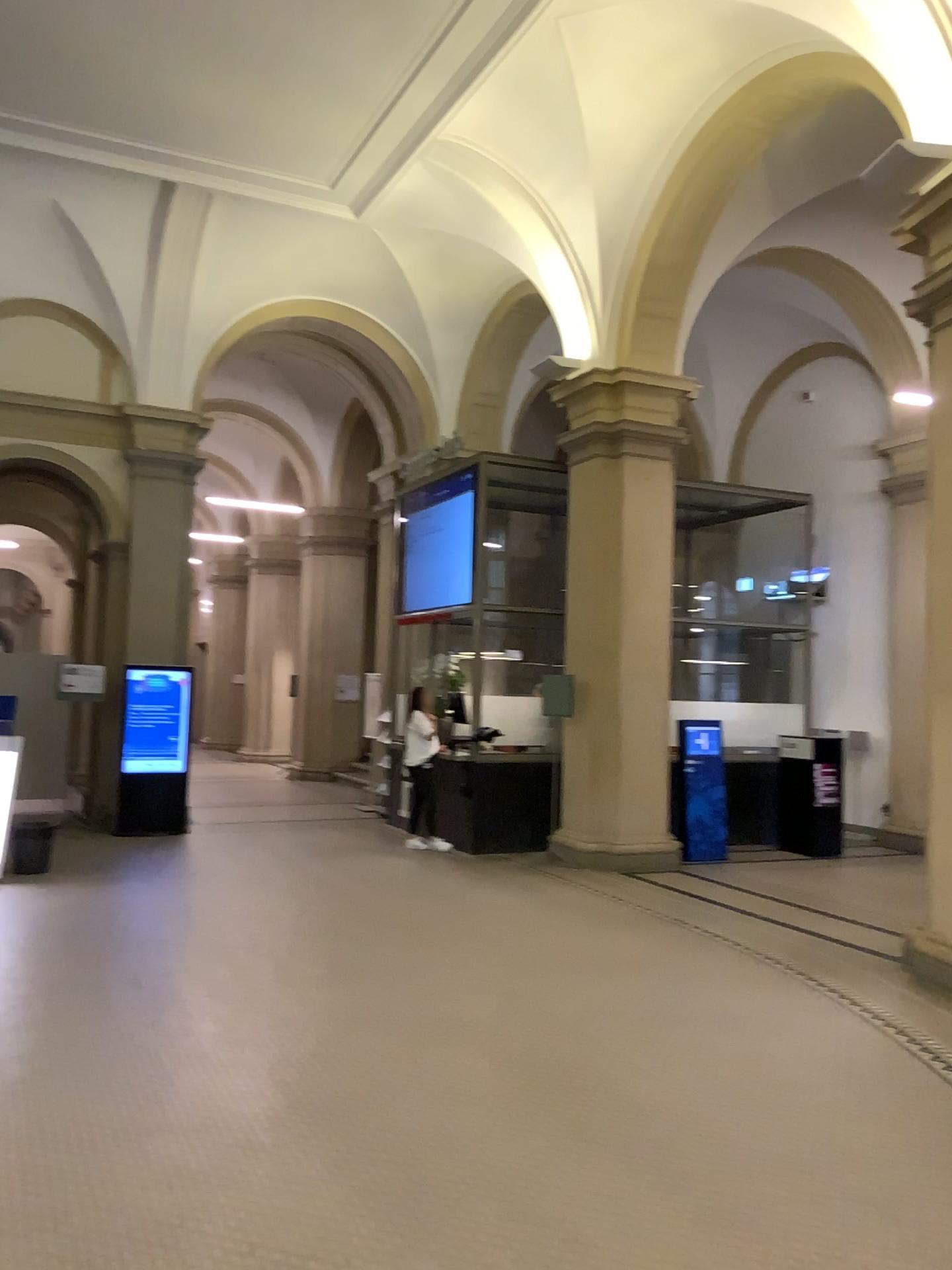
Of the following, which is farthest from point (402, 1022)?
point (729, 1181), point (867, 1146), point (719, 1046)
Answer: point (867, 1146)
